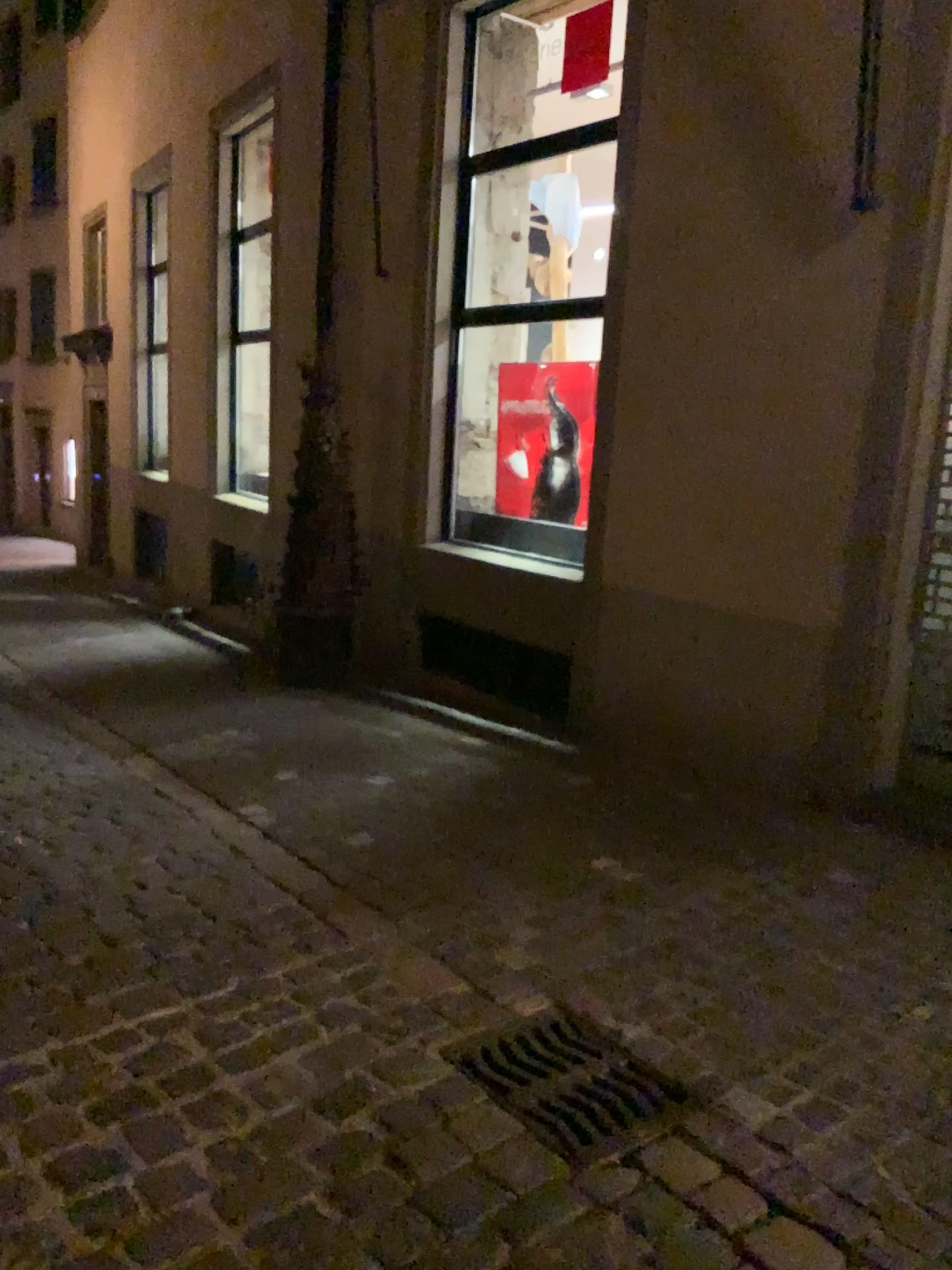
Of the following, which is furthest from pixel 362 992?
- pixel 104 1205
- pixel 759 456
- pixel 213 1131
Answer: pixel 759 456

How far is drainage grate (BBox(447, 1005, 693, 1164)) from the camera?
2.32m

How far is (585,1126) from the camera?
2.3m
